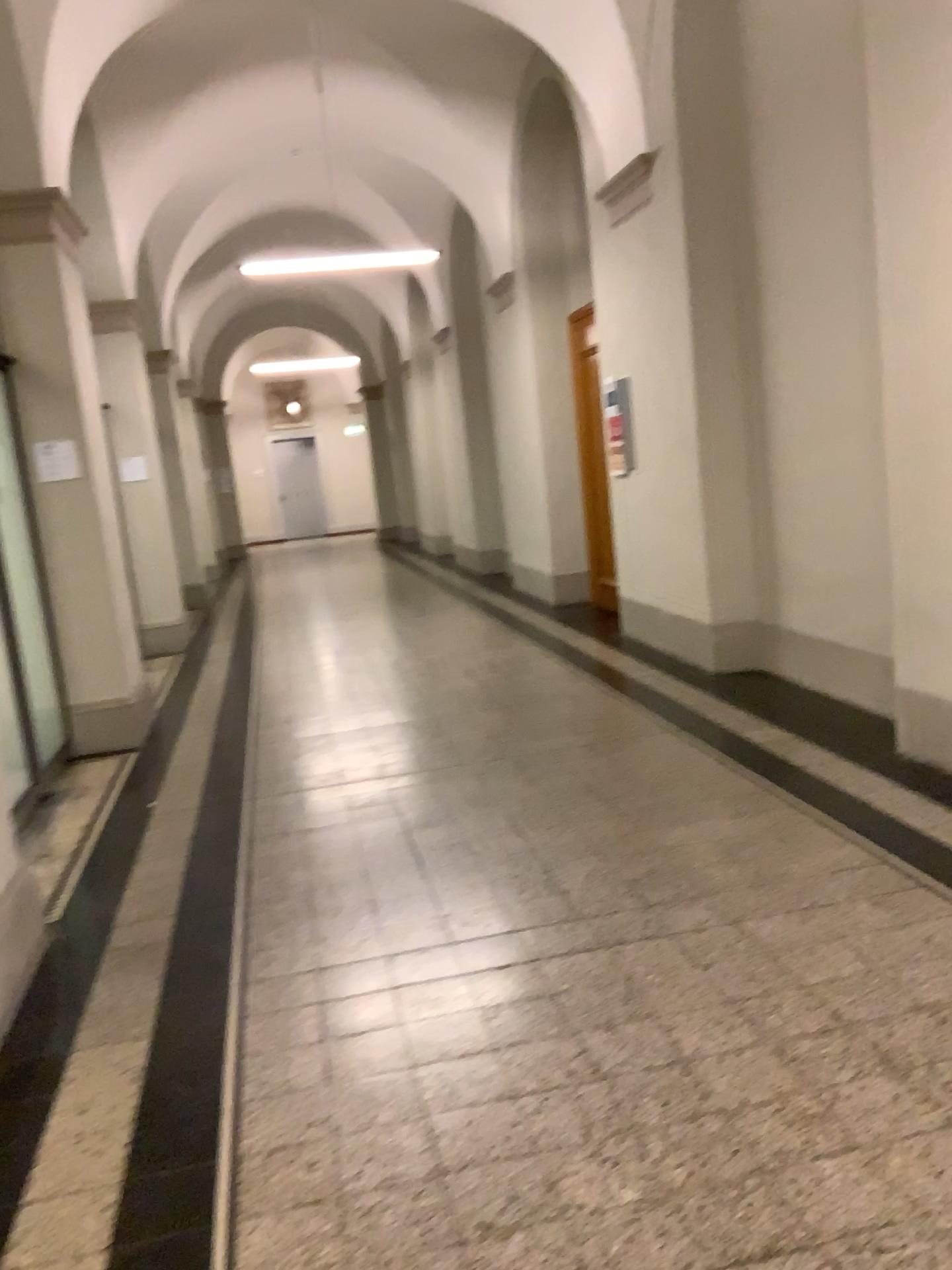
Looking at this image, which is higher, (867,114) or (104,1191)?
(867,114)
